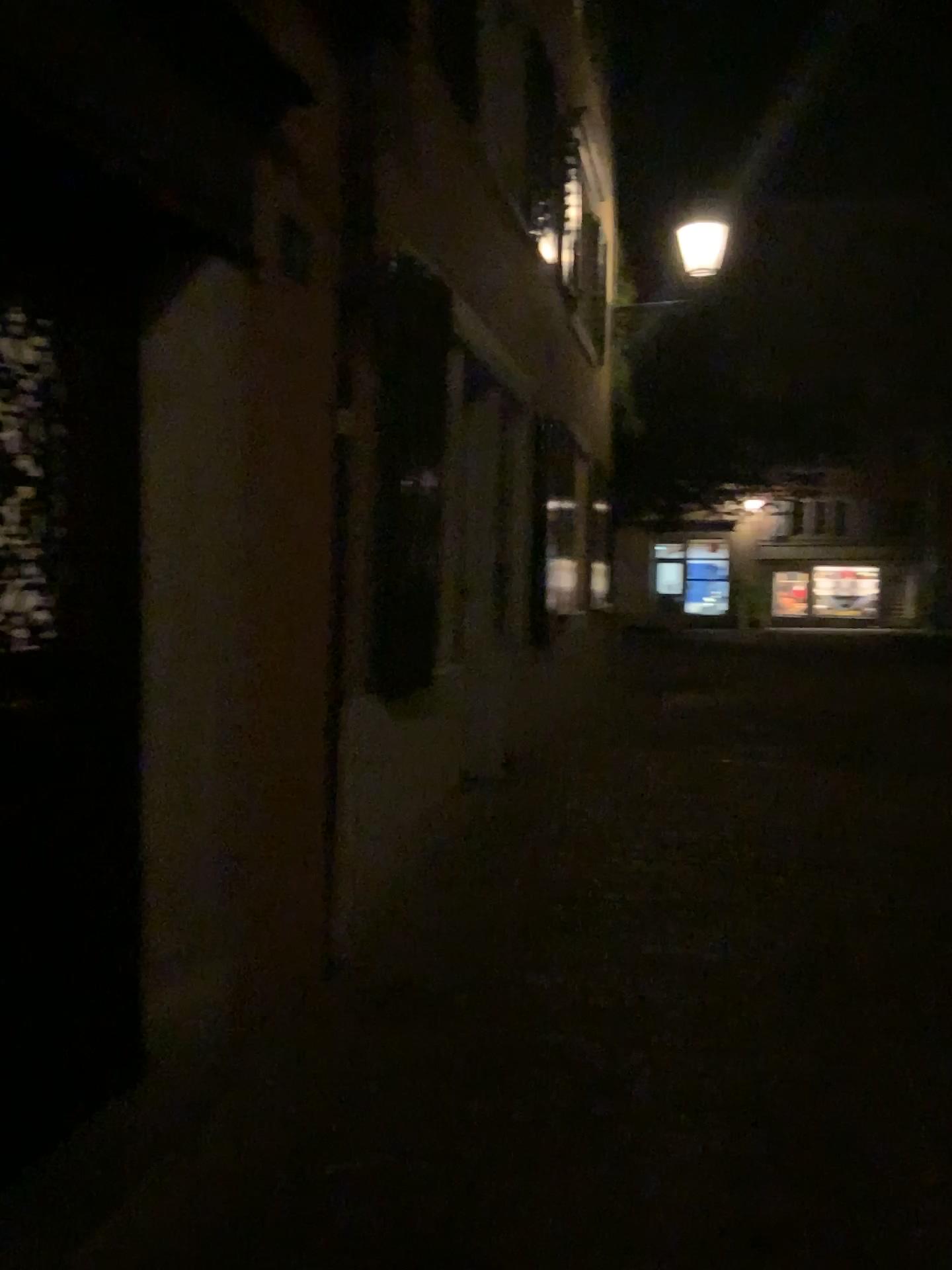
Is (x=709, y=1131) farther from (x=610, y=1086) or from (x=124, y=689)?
(x=124, y=689)

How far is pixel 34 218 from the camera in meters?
2.1 m

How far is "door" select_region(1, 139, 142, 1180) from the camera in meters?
2.1 m
